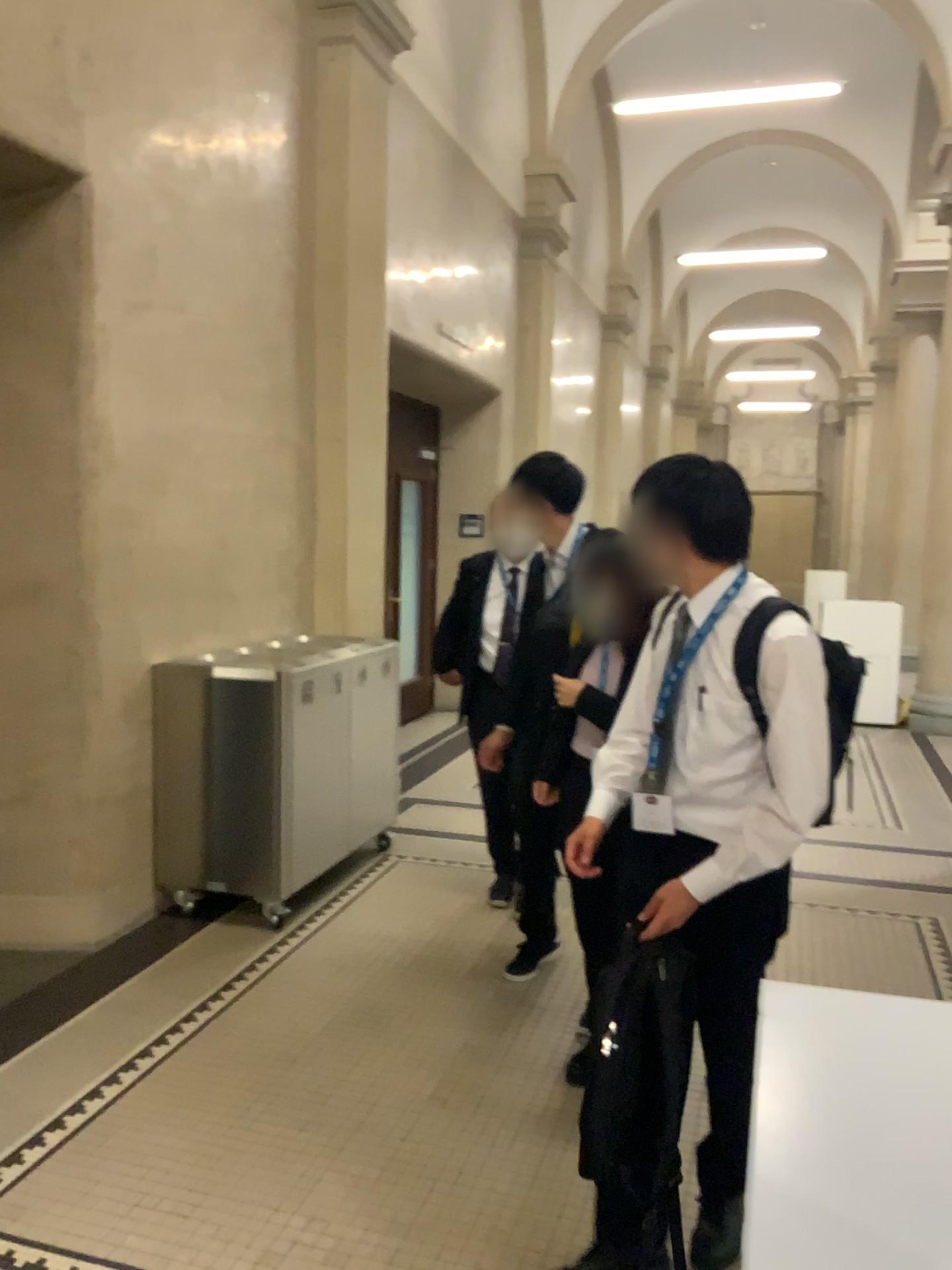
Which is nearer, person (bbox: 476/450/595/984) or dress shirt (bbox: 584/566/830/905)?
dress shirt (bbox: 584/566/830/905)

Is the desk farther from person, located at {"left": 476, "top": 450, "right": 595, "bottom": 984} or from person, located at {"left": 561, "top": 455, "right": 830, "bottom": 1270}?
person, located at {"left": 476, "top": 450, "right": 595, "bottom": 984}

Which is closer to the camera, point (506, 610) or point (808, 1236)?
point (808, 1236)

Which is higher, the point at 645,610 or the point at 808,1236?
the point at 645,610

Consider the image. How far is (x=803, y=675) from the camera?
1.99m

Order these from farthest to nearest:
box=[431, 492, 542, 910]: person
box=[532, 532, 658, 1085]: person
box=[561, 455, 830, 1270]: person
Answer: box=[431, 492, 542, 910]: person
box=[532, 532, 658, 1085]: person
box=[561, 455, 830, 1270]: person

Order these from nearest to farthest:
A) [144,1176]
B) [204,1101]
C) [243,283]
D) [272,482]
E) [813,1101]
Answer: [813,1101] < [144,1176] < [204,1101] < [243,283] < [272,482]

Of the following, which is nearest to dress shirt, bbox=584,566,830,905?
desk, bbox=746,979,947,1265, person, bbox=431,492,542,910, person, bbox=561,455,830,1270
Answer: person, bbox=561,455,830,1270

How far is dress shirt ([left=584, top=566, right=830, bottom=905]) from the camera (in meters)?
1.99

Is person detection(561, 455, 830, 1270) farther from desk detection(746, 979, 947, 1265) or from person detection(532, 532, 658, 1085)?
desk detection(746, 979, 947, 1265)
